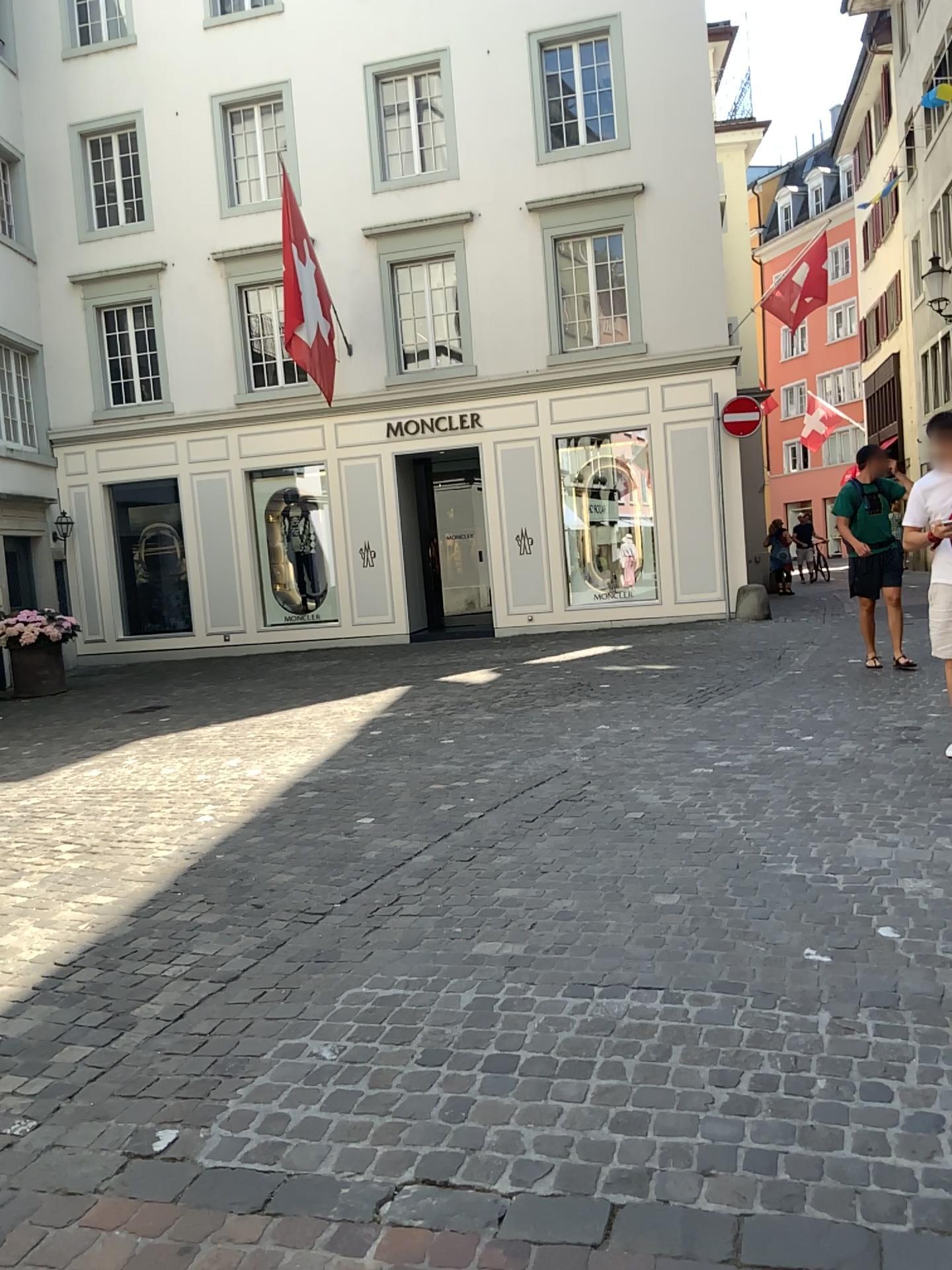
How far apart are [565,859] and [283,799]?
2.2 meters
